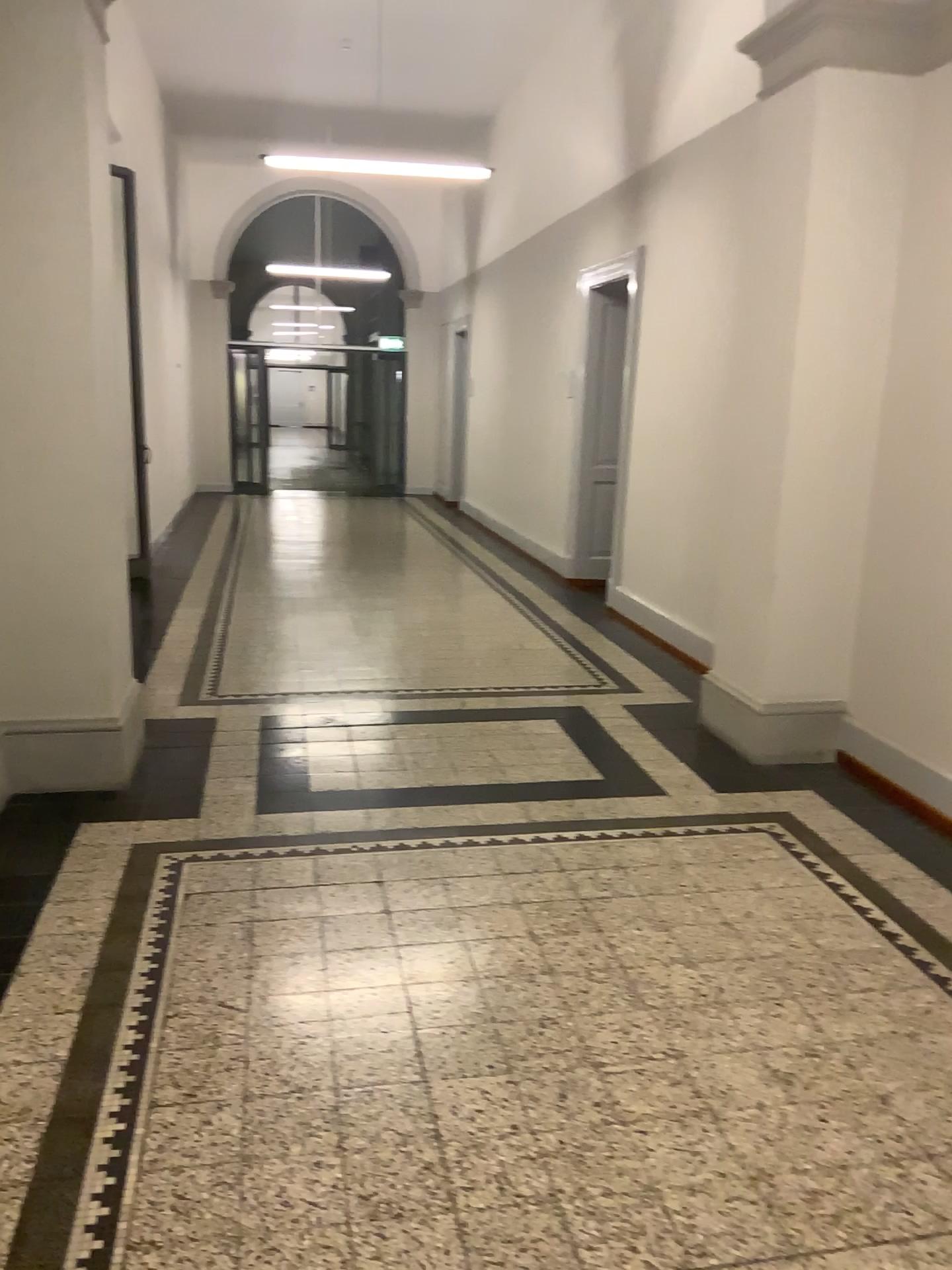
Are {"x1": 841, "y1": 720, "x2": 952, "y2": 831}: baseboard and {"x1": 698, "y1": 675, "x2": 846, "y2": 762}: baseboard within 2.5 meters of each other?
yes

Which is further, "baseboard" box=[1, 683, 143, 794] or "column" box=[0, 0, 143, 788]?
"baseboard" box=[1, 683, 143, 794]

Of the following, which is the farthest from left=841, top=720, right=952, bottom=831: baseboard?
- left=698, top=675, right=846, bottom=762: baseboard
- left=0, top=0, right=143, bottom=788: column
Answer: left=0, top=0, right=143, bottom=788: column

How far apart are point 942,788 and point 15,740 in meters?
3.5

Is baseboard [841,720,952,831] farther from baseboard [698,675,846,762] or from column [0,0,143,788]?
column [0,0,143,788]

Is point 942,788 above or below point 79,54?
below

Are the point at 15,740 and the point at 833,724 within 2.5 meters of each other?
no

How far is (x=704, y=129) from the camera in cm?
484

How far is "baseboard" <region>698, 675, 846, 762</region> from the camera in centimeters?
455cm

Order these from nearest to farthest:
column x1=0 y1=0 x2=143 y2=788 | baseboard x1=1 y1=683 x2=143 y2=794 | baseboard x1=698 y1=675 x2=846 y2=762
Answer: column x1=0 y1=0 x2=143 y2=788
baseboard x1=1 y1=683 x2=143 y2=794
baseboard x1=698 y1=675 x2=846 y2=762
